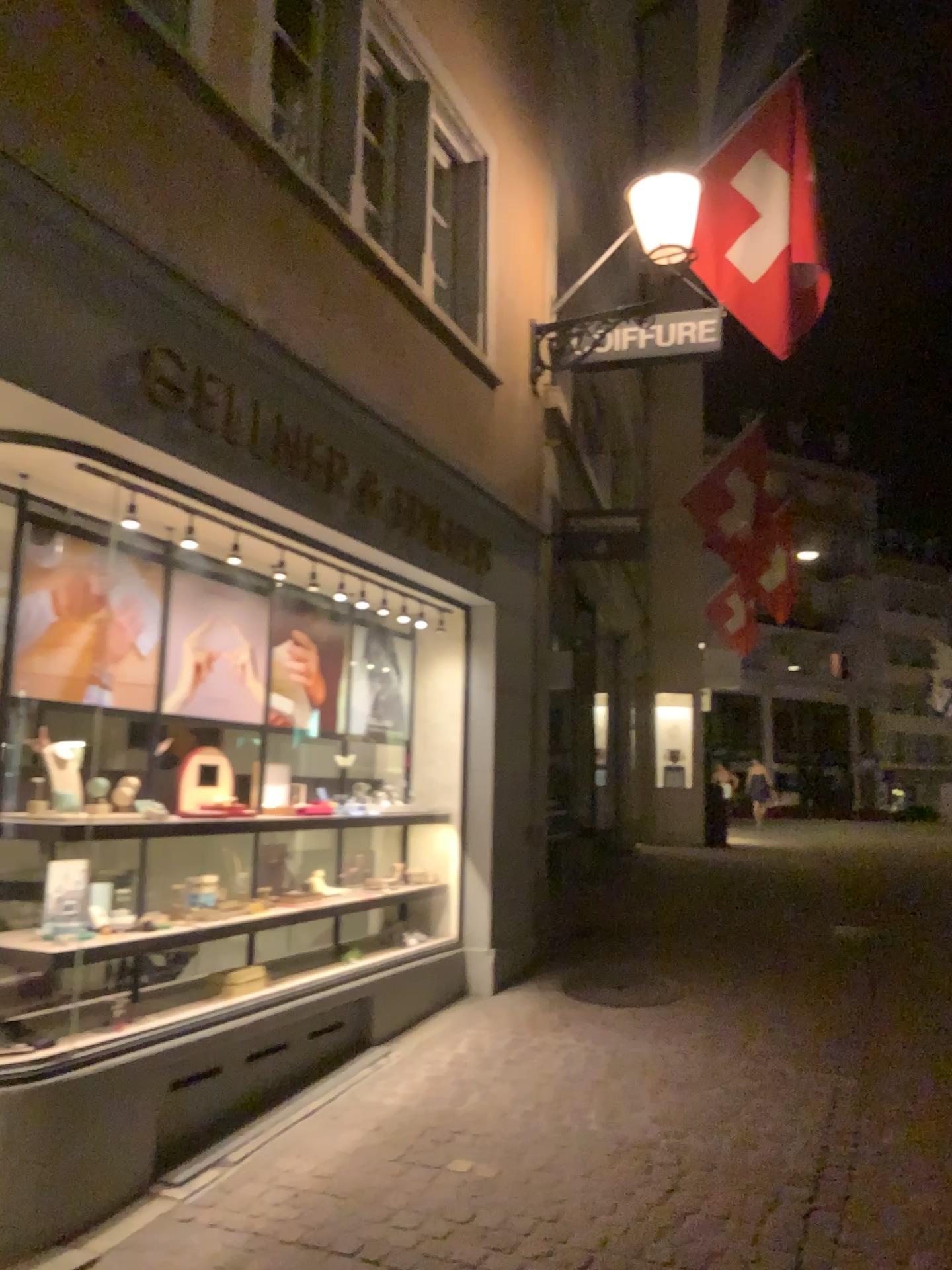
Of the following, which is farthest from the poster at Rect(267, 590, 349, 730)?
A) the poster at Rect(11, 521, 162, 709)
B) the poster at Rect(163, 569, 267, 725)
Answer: the poster at Rect(11, 521, 162, 709)

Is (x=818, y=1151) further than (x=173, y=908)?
No

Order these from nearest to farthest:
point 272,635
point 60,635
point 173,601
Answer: point 60,635
point 173,601
point 272,635

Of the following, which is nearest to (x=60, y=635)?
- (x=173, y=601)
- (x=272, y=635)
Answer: (x=173, y=601)

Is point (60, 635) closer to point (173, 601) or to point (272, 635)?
point (173, 601)

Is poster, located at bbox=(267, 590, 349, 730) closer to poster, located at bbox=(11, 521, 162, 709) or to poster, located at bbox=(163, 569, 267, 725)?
poster, located at bbox=(163, 569, 267, 725)

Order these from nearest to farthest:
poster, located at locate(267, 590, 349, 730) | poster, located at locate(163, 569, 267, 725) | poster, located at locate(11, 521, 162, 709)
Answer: poster, located at locate(11, 521, 162, 709), poster, located at locate(163, 569, 267, 725), poster, located at locate(267, 590, 349, 730)

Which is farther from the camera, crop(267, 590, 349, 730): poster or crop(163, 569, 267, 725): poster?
crop(267, 590, 349, 730): poster

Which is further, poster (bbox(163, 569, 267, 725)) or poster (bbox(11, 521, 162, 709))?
poster (bbox(163, 569, 267, 725))
